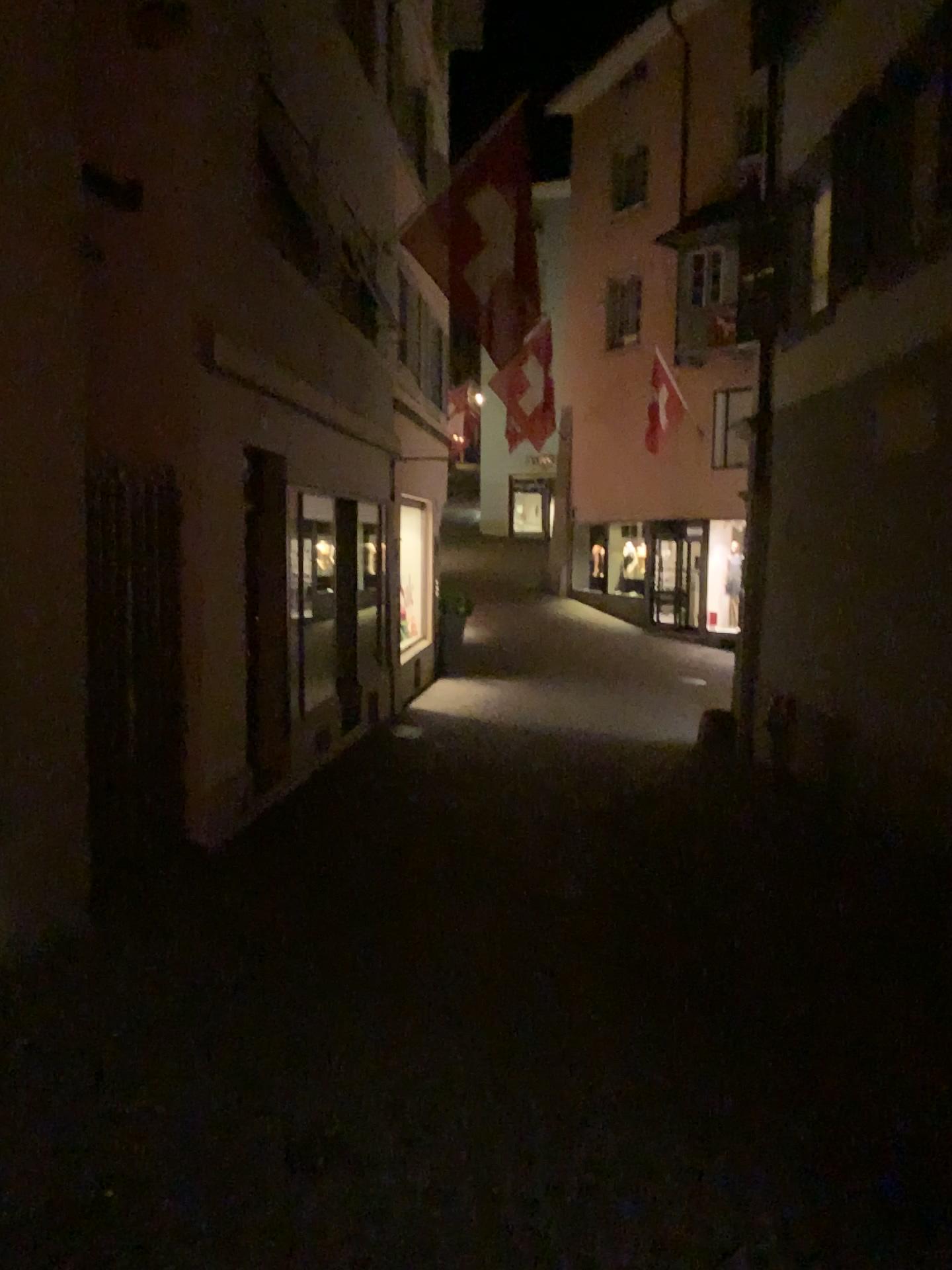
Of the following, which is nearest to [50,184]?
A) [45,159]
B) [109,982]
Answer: [45,159]
